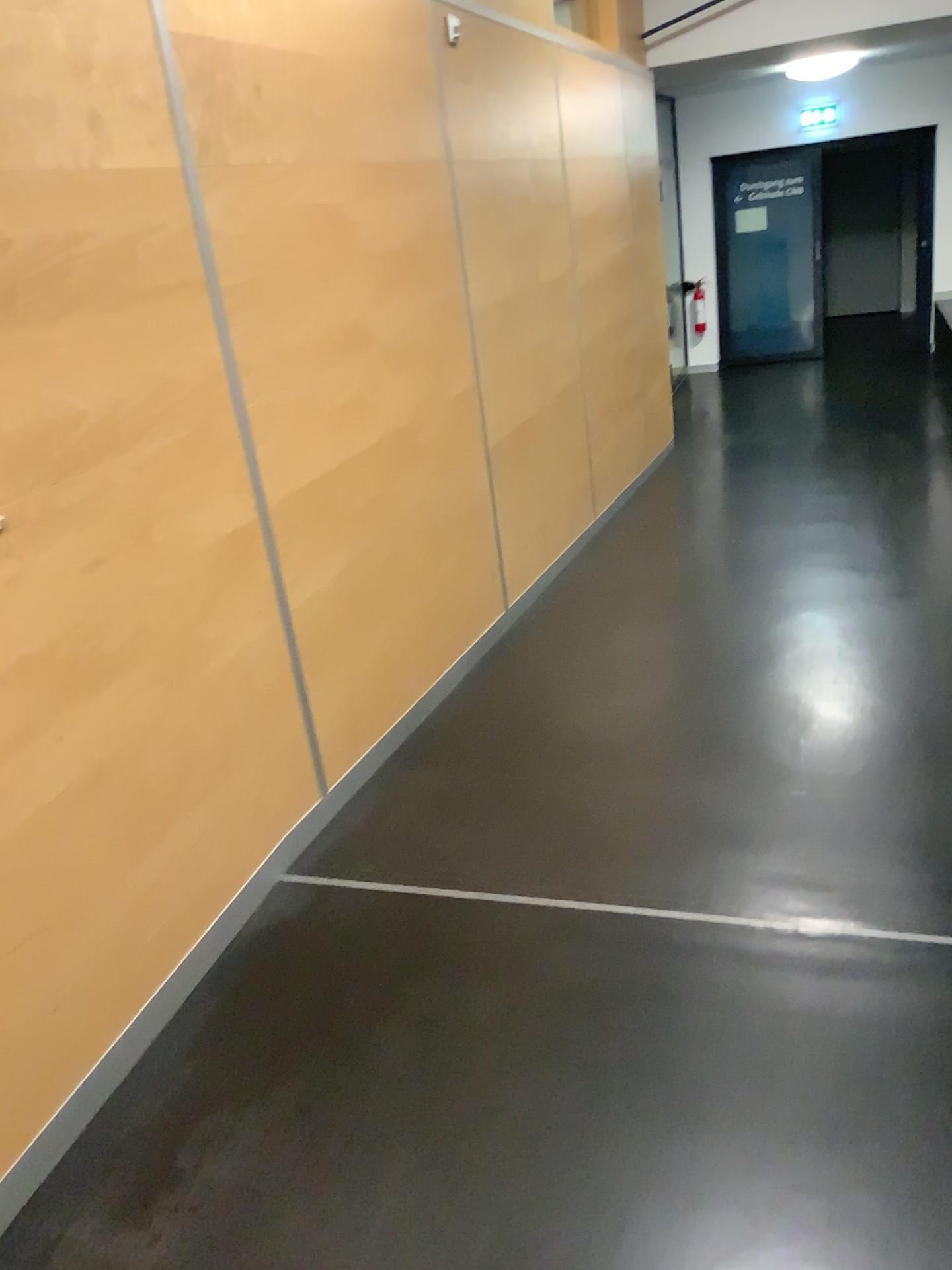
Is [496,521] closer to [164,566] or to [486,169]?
[486,169]
